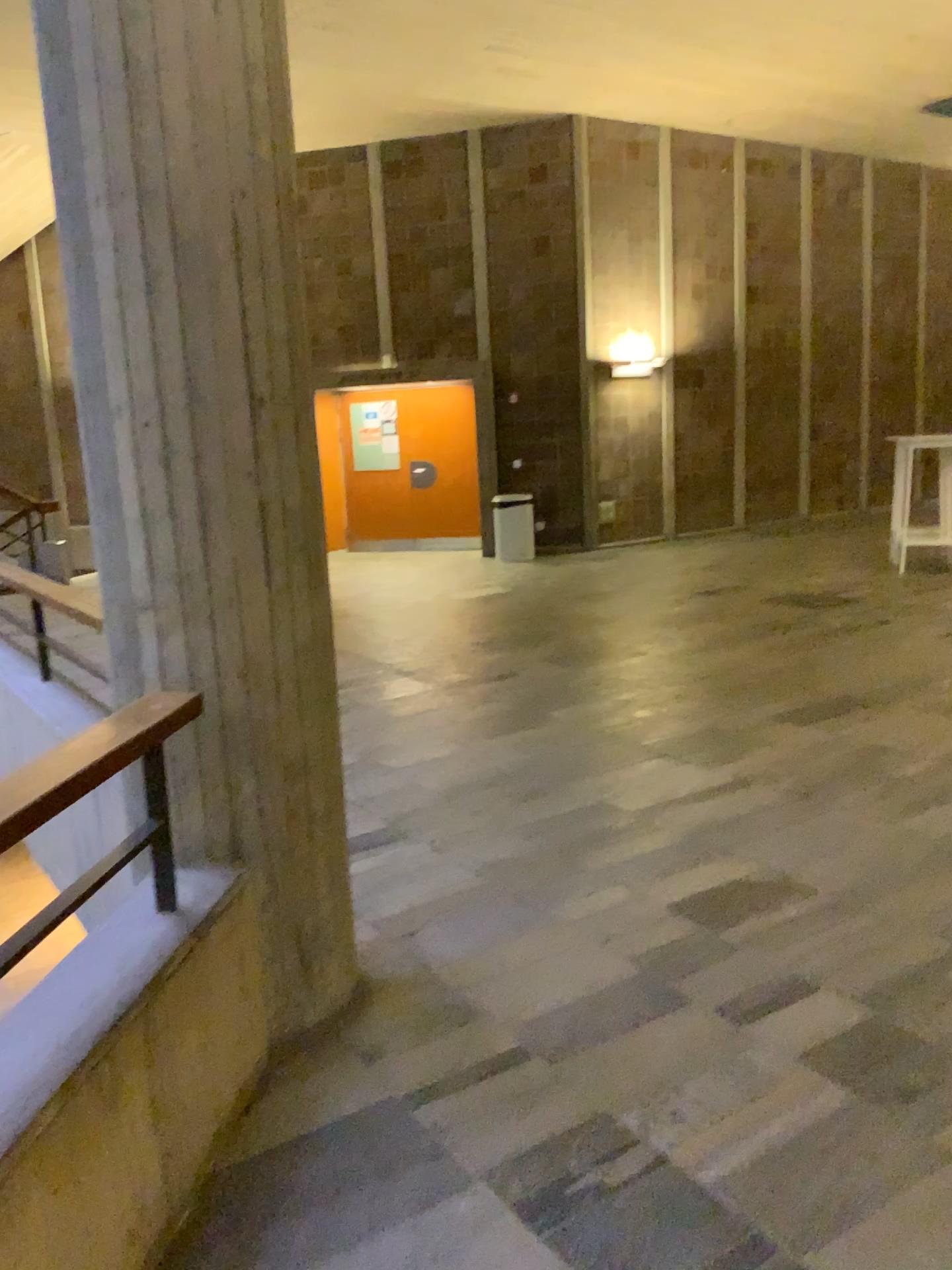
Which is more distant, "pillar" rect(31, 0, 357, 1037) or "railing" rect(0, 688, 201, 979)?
"pillar" rect(31, 0, 357, 1037)

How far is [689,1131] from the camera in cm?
217

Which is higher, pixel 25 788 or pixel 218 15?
pixel 218 15

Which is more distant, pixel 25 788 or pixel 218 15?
pixel 218 15

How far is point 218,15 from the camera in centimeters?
217cm

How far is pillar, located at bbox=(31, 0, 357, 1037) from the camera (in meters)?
2.17
